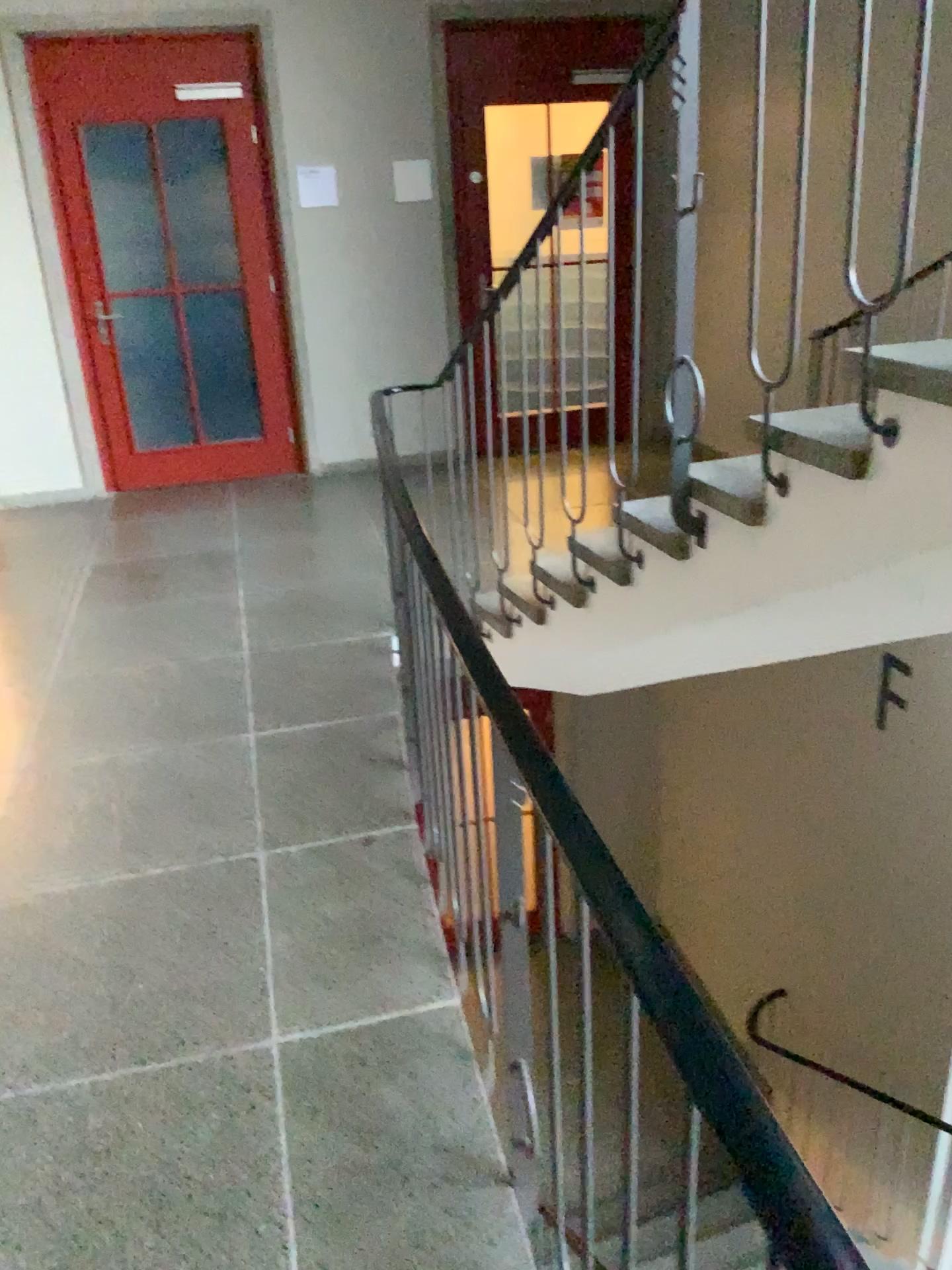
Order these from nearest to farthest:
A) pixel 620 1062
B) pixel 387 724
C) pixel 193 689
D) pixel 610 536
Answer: pixel 620 1062
pixel 610 536
pixel 387 724
pixel 193 689
